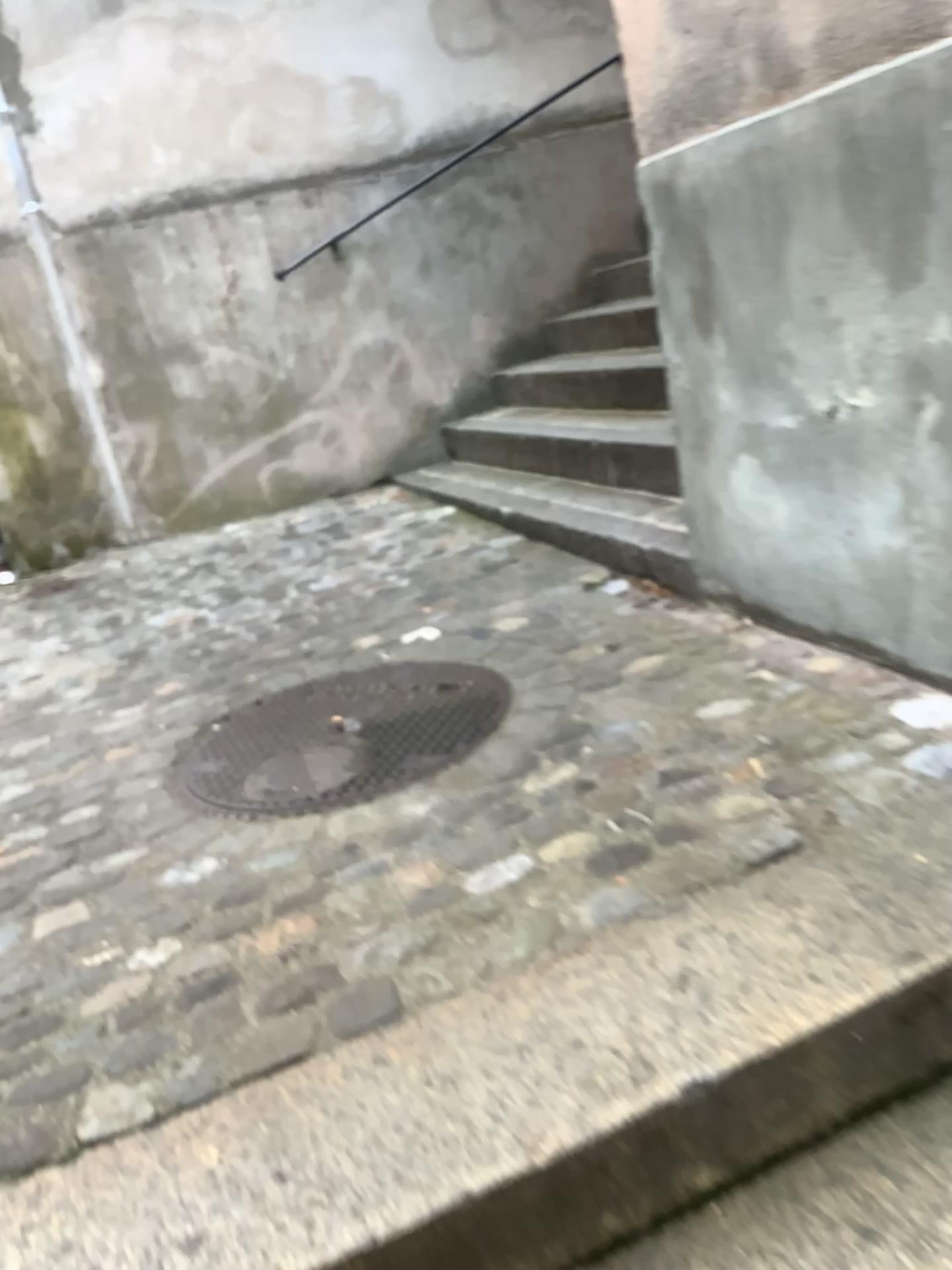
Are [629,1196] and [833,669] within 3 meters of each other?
yes
